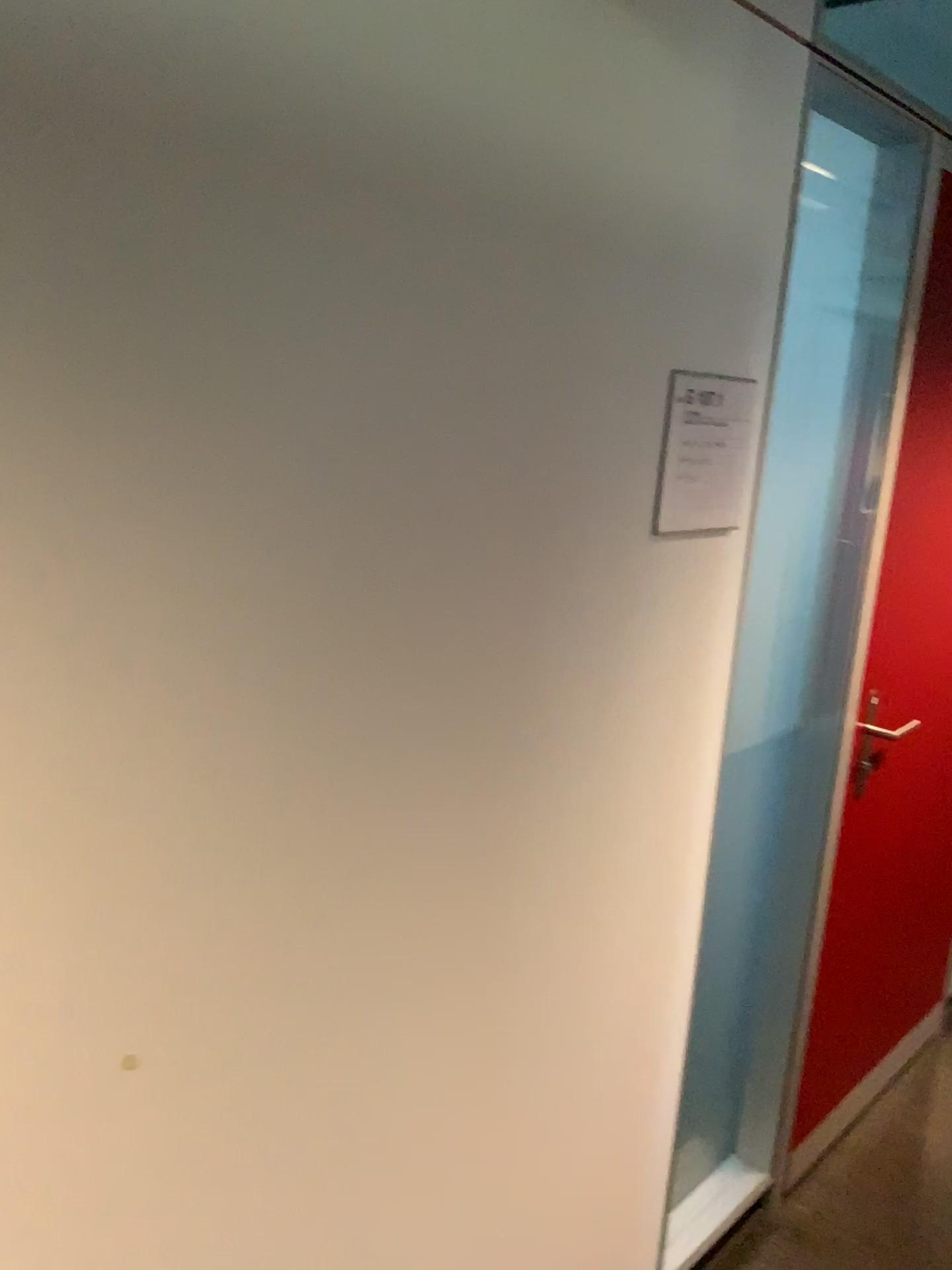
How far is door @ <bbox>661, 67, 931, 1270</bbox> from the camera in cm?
185

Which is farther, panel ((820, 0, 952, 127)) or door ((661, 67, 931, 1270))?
panel ((820, 0, 952, 127))

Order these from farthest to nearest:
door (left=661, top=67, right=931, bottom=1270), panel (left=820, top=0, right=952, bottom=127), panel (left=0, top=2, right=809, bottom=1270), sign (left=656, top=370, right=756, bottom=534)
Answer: panel (left=820, top=0, right=952, bottom=127) → door (left=661, top=67, right=931, bottom=1270) → sign (left=656, top=370, right=756, bottom=534) → panel (left=0, top=2, right=809, bottom=1270)

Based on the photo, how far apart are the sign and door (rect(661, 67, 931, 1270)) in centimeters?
43cm

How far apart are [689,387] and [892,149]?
0.8m

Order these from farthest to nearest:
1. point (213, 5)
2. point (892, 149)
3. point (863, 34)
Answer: point (863, 34), point (892, 149), point (213, 5)

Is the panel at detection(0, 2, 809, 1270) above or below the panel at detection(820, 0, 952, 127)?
below

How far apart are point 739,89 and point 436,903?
1.09m

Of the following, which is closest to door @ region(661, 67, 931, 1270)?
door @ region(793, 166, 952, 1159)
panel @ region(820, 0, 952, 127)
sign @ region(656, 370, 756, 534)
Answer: door @ region(793, 166, 952, 1159)

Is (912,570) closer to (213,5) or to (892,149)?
(892,149)
